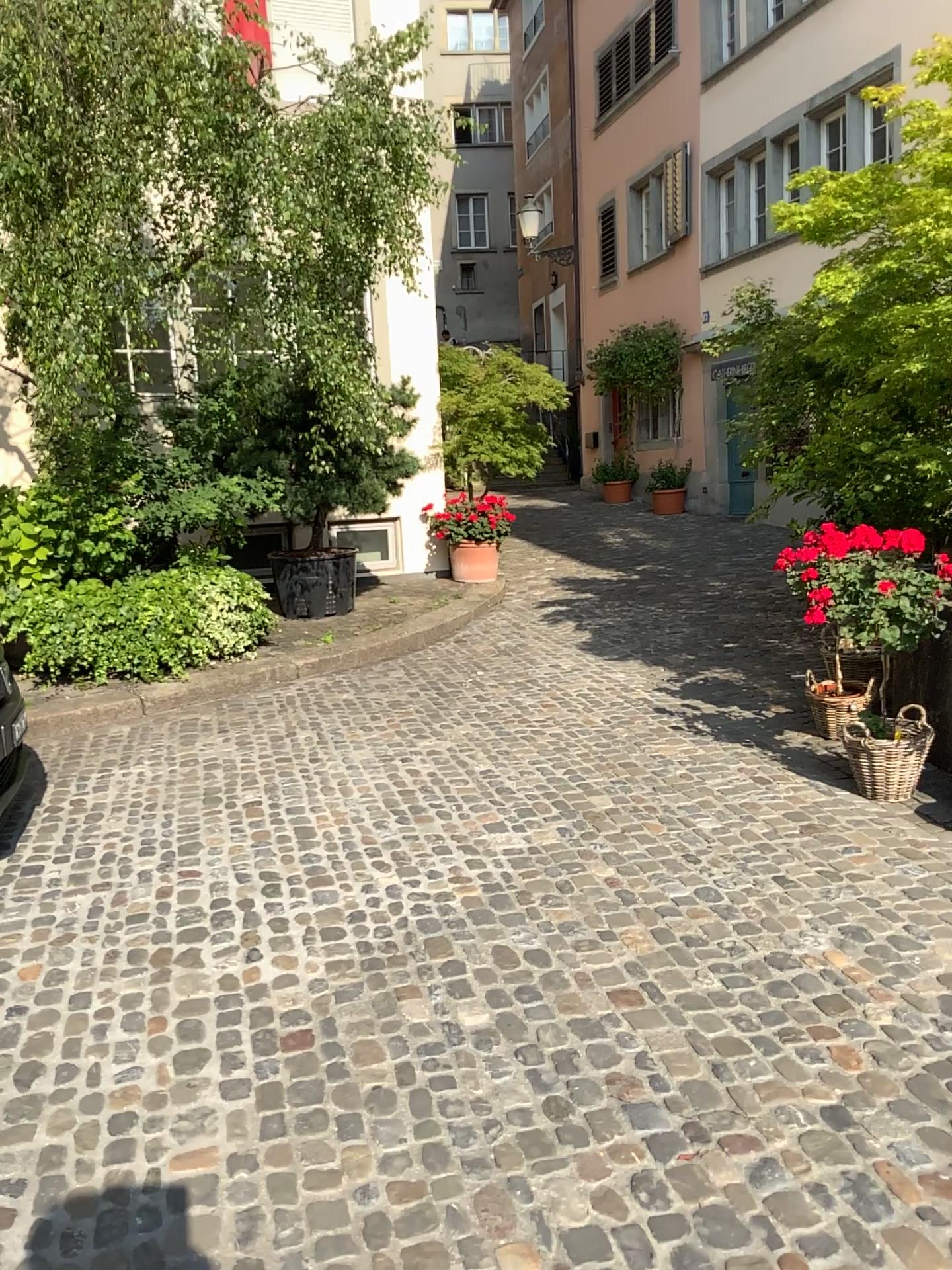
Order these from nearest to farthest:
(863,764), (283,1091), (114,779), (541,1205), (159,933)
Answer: (541,1205) → (283,1091) → (159,933) → (863,764) → (114,779)
